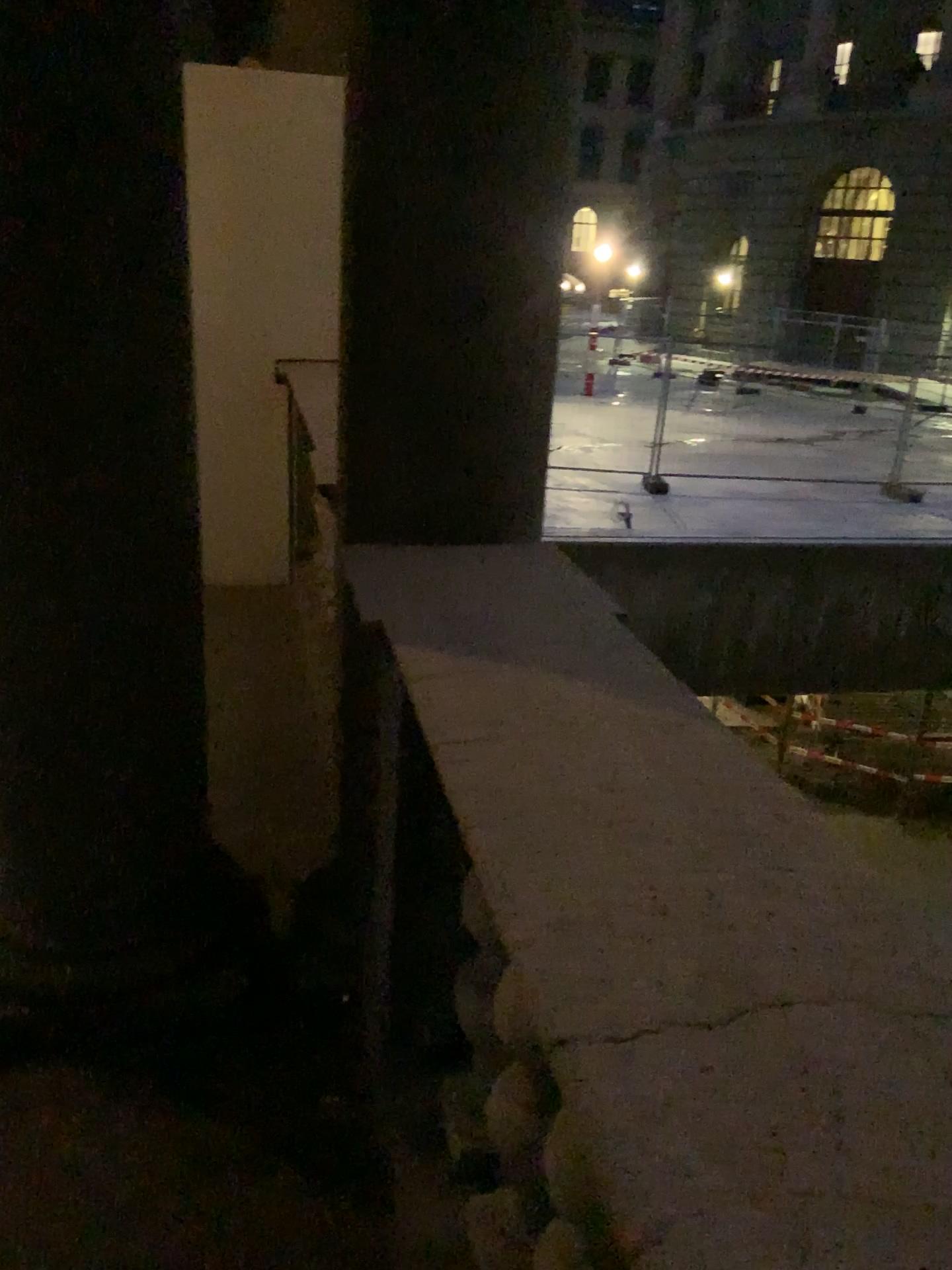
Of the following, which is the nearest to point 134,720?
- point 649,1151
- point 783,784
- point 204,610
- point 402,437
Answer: point 402,437

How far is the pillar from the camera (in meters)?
1.69

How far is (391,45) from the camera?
1.7m
